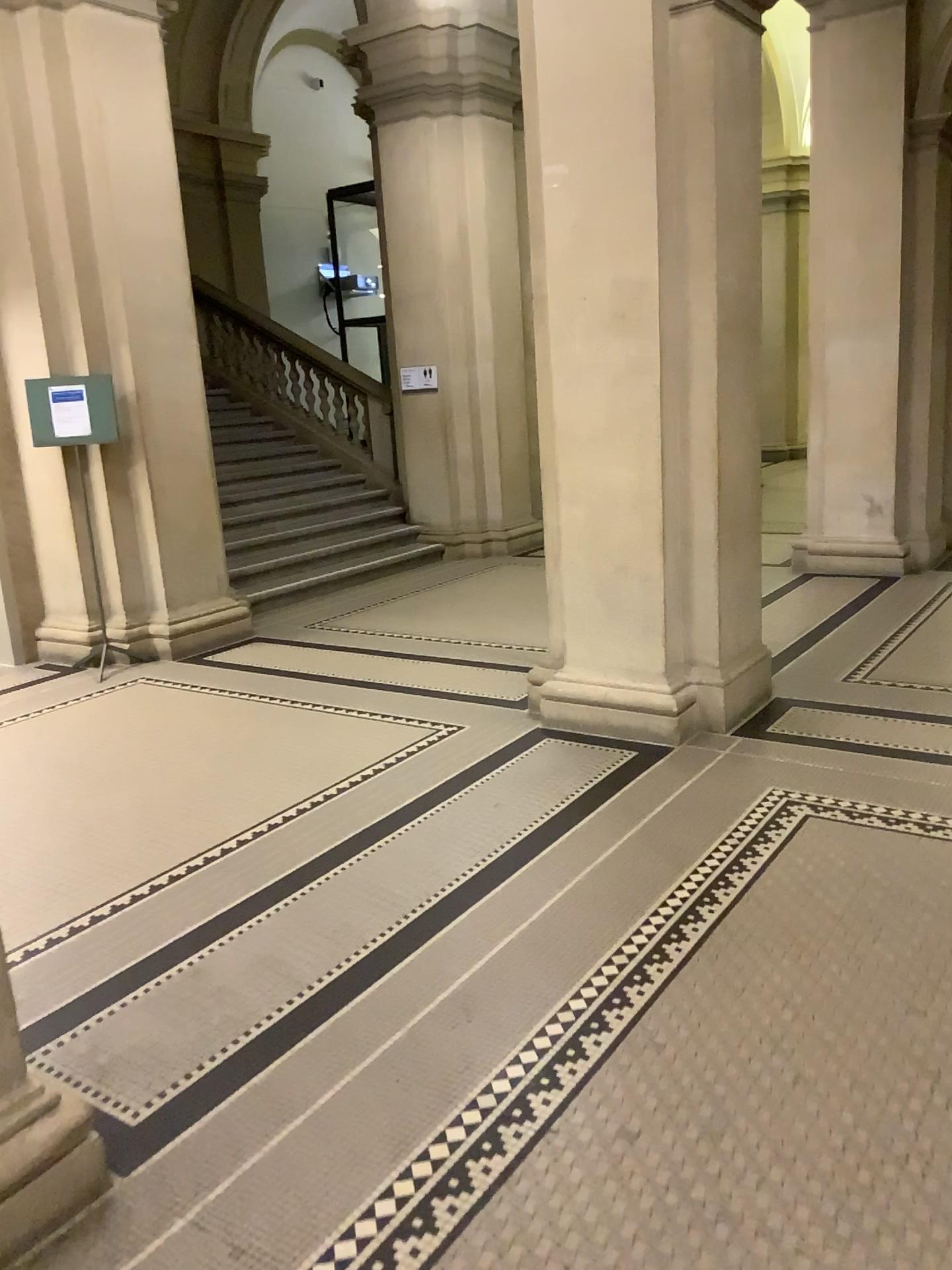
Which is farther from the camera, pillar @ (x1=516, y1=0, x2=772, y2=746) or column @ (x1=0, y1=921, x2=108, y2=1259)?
pillar @ (x1=516, y1=0, x2=772, y2=746)

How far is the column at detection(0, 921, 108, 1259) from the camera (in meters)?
2.08

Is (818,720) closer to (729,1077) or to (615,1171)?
(729,1077)

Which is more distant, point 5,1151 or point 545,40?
point 545,40

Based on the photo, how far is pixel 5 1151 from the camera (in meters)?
2.08

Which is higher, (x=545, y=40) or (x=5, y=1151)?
(x=545, y=40)
